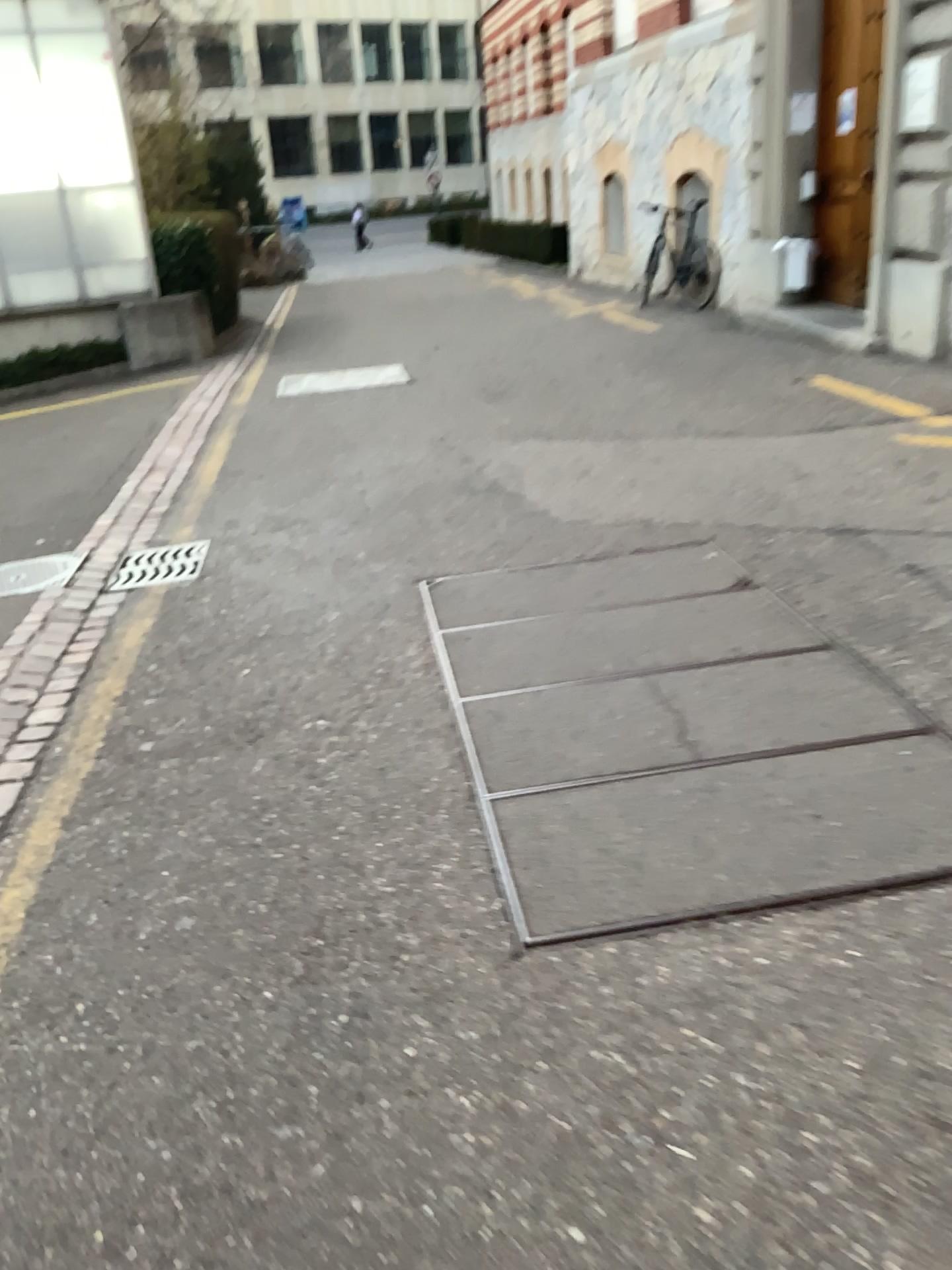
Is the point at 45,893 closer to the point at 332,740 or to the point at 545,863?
the point at 332,740
